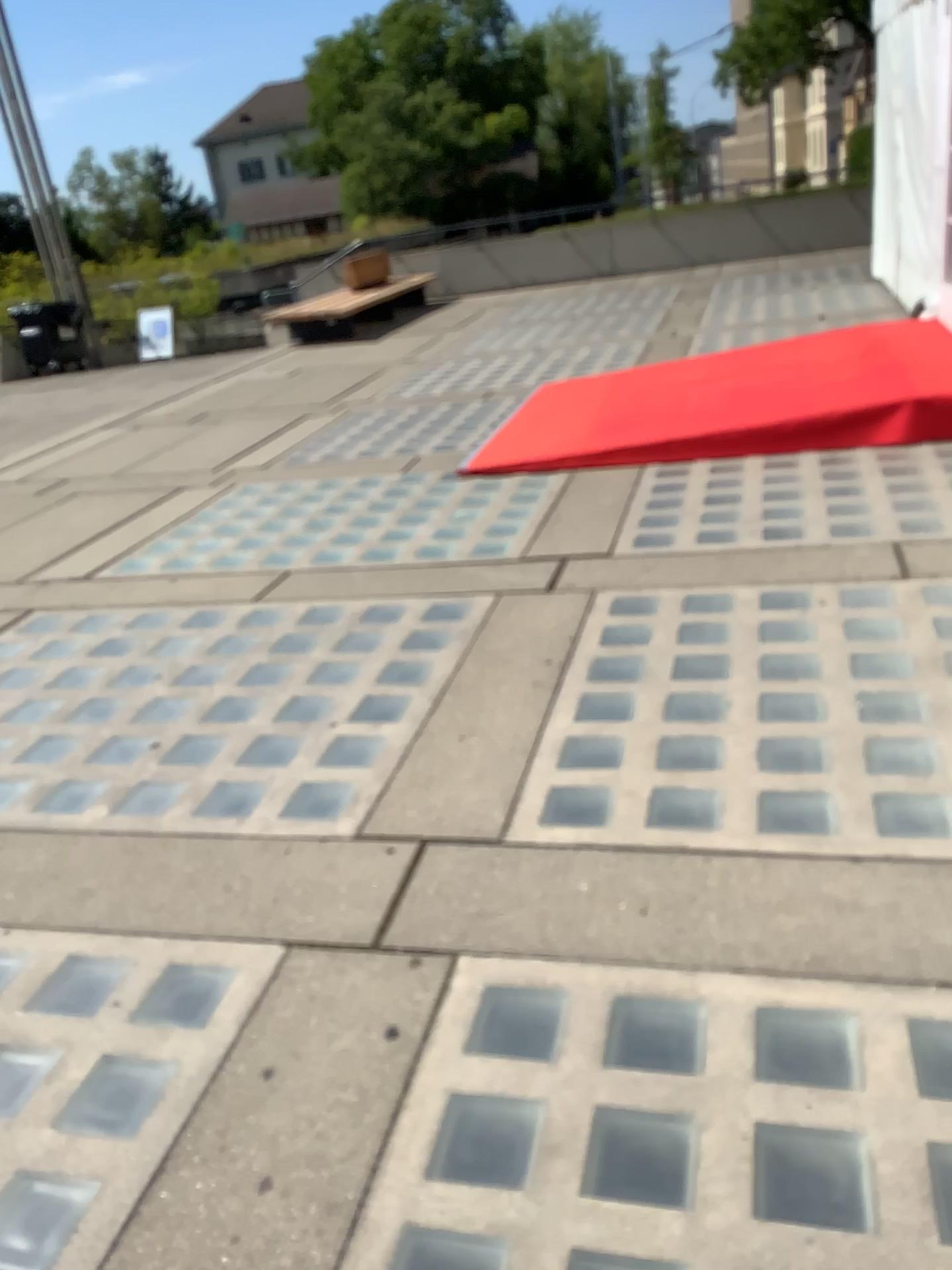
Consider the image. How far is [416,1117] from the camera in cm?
183
